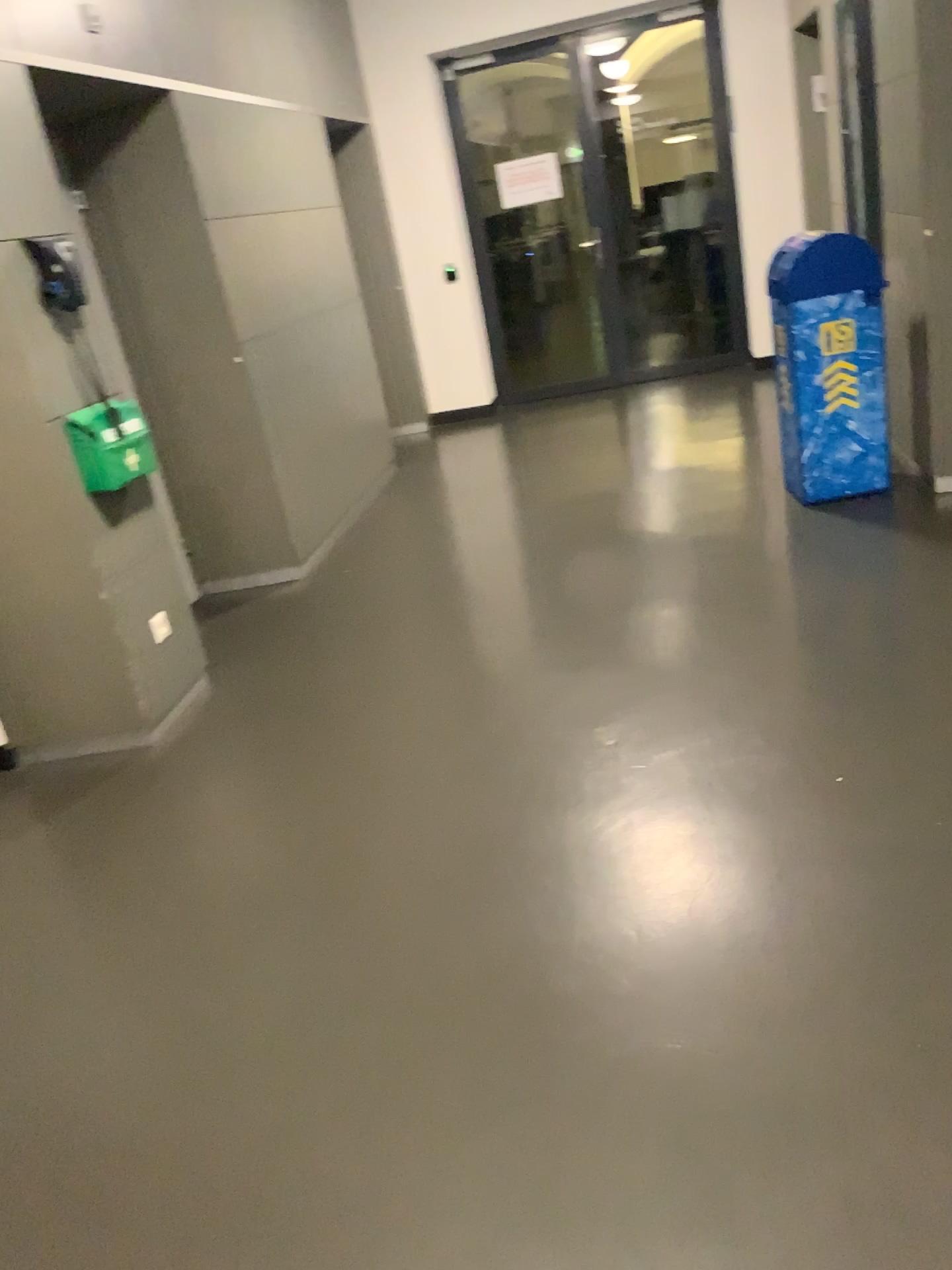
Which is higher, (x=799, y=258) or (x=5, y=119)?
(x=5, y=119)

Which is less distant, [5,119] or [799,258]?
[5,119]

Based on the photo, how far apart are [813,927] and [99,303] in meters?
3.8 m

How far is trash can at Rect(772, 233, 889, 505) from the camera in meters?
4.3 m

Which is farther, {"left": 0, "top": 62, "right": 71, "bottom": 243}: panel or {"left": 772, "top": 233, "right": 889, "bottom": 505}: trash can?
{"left": 772, "top": 233, "right": 889, "bottom": 505}: trash can

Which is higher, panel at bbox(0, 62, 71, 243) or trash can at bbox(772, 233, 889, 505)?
panel at bbox(0, 62, 71, 243)

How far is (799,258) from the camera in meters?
4.3
